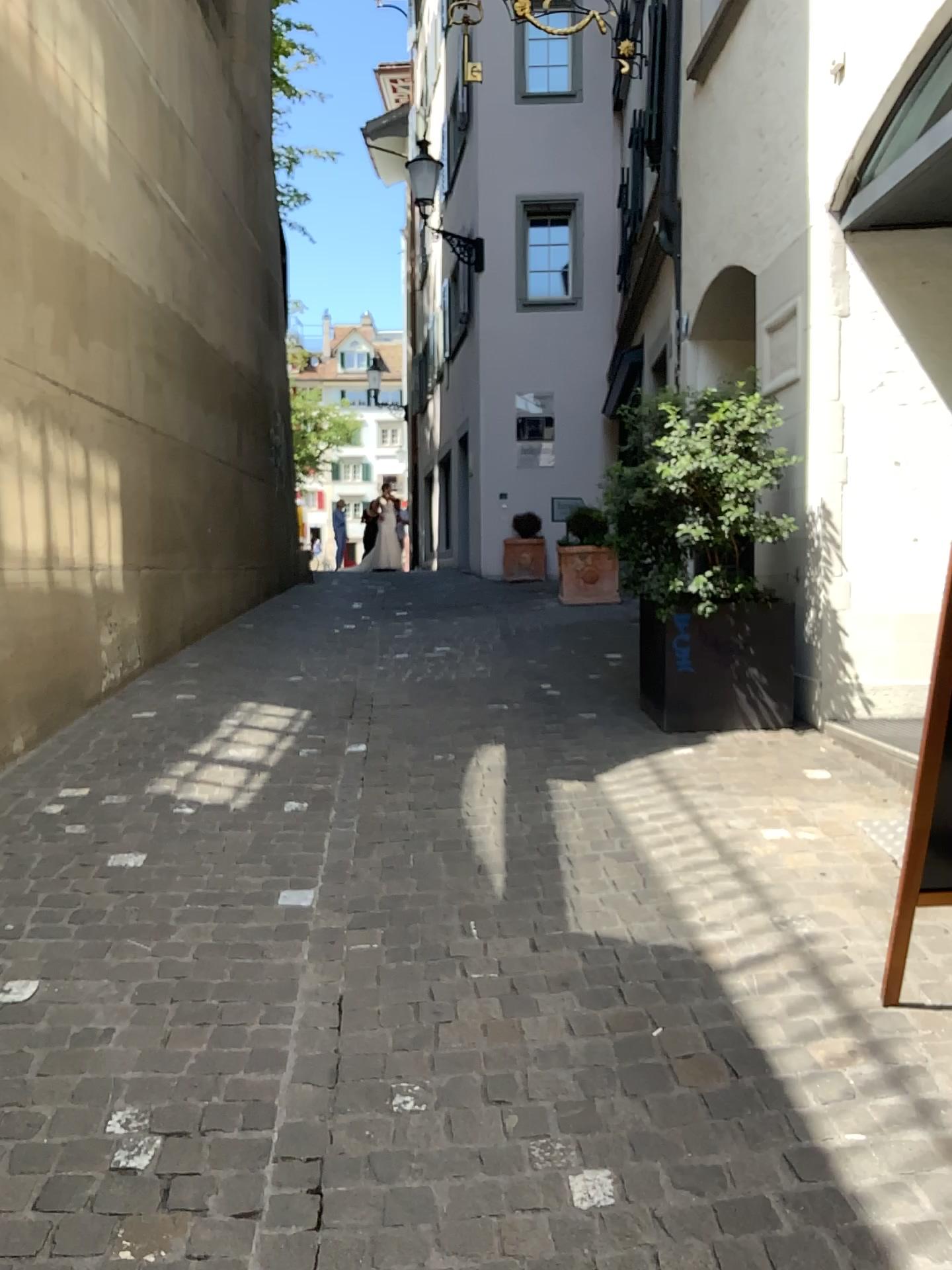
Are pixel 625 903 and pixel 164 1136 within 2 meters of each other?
yes
